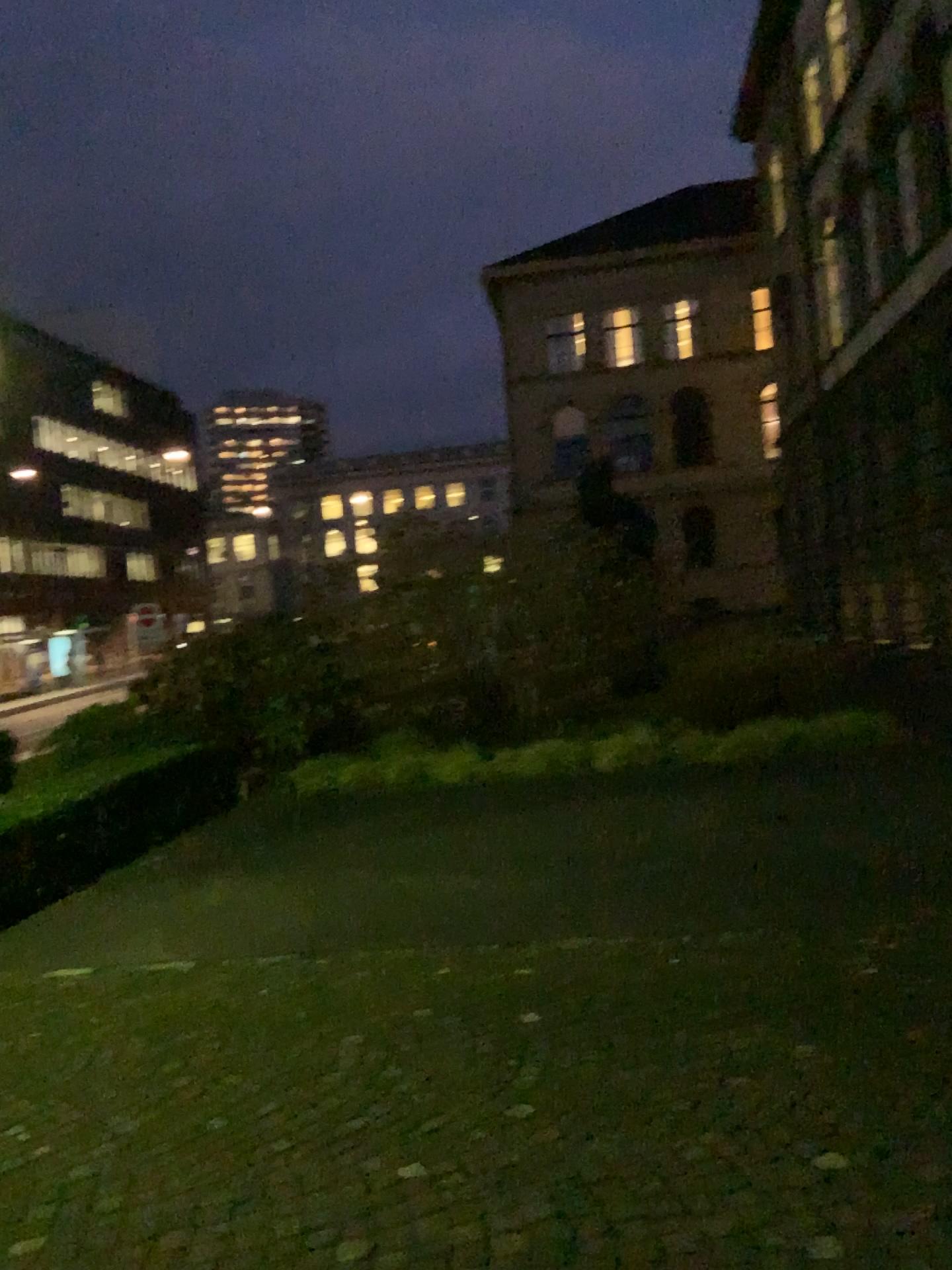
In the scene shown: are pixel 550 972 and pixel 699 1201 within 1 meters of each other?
no
